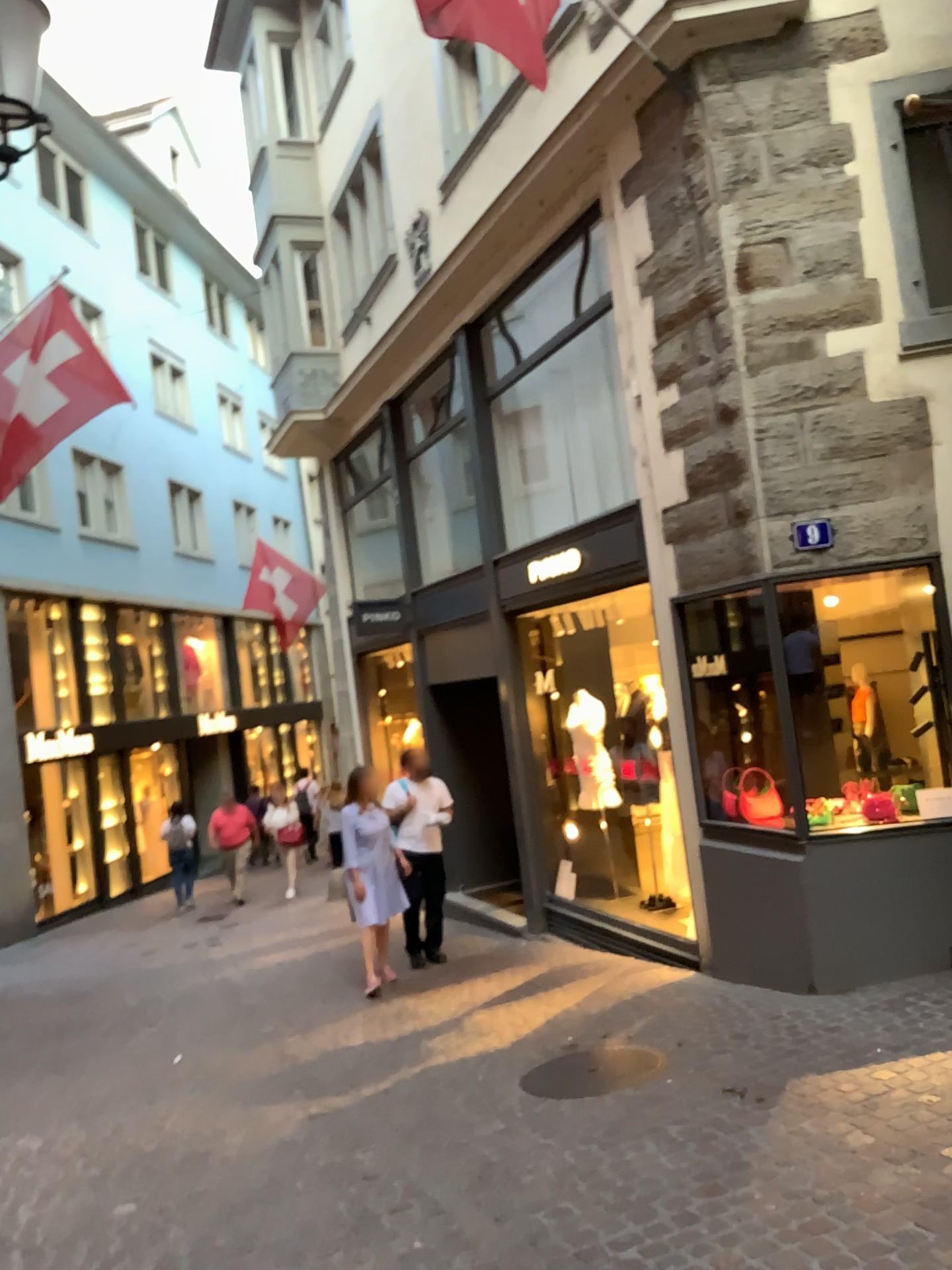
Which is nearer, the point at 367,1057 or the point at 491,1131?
the point at 491,1131
